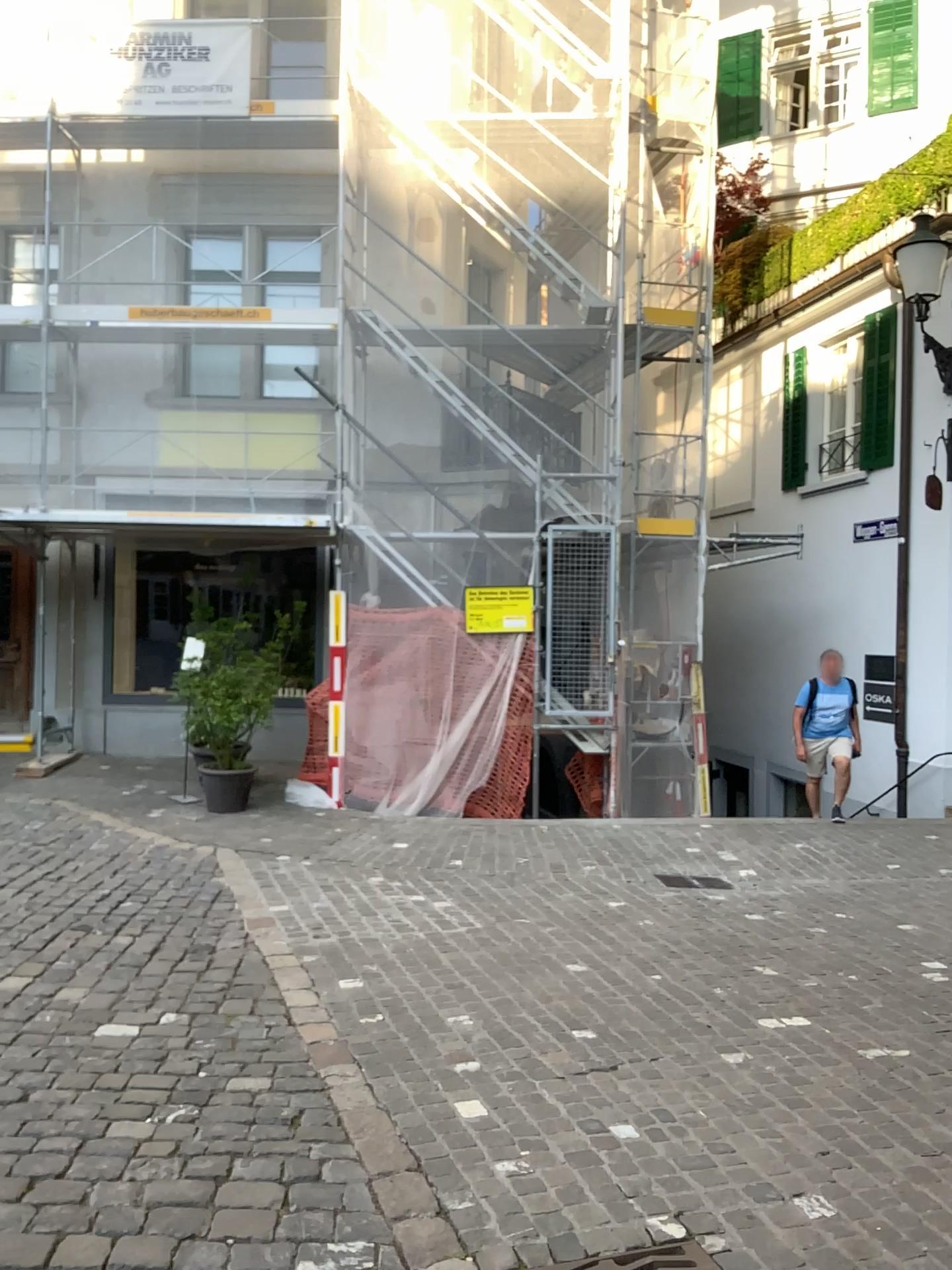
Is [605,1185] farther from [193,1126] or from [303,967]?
[303,967]
